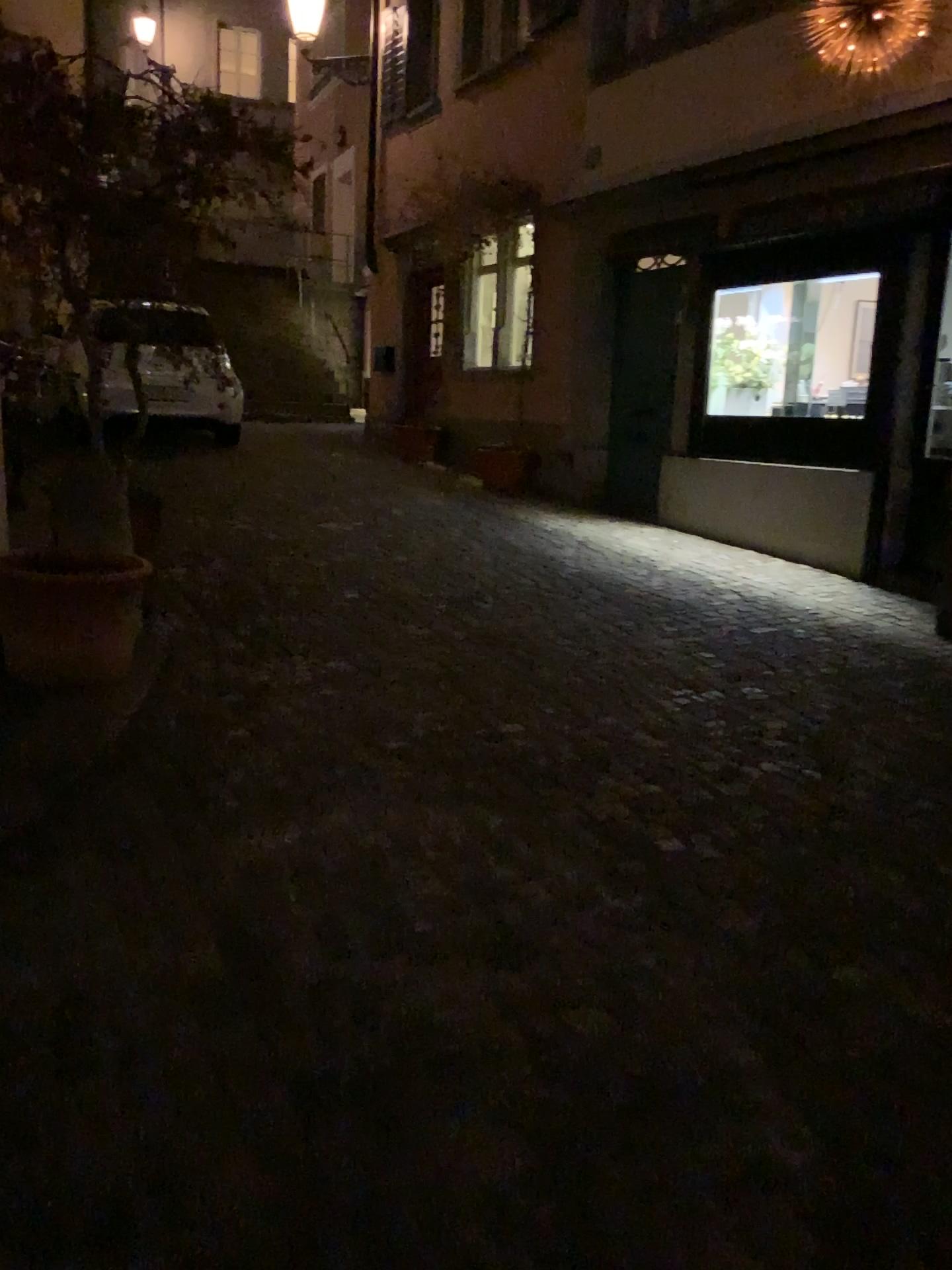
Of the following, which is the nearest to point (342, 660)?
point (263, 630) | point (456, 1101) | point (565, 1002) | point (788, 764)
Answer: point (263, 630)

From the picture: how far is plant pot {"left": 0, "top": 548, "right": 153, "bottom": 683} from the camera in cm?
364

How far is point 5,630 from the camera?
3.6 meters
